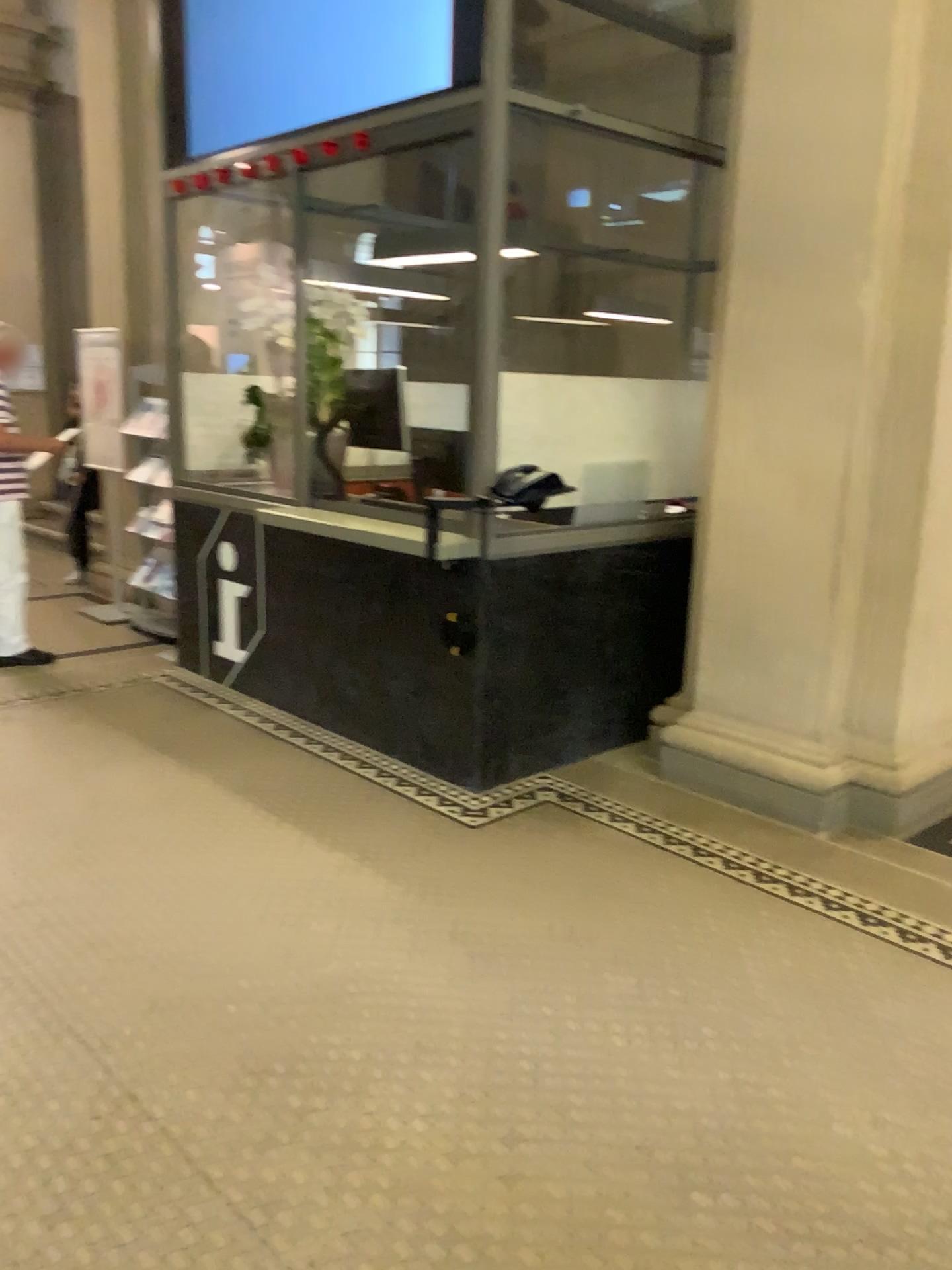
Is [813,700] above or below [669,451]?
below
